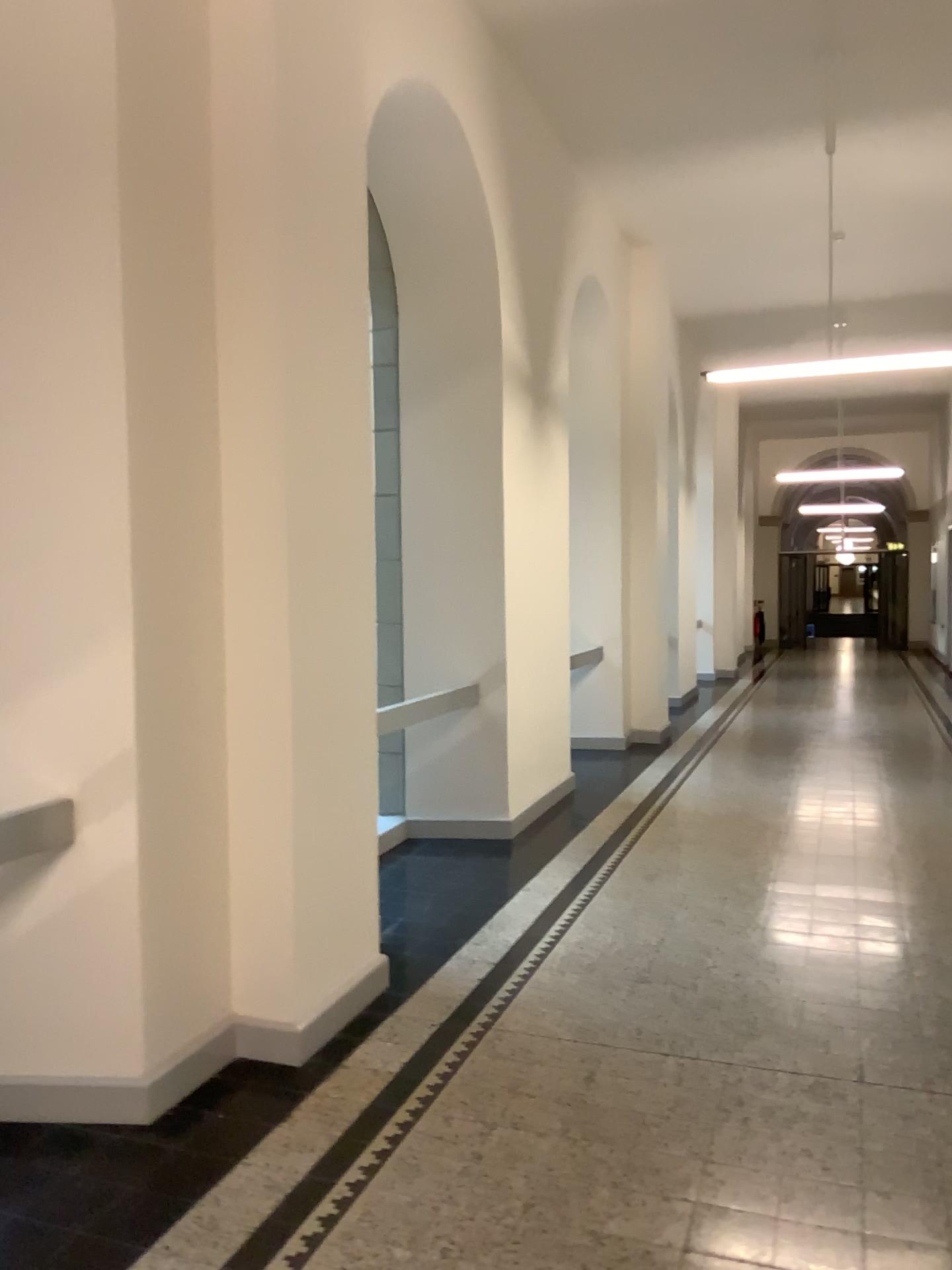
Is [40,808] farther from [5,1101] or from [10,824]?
[5,1101]

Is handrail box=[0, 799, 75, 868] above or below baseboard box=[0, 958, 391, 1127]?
above

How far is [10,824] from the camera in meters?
3.1 m

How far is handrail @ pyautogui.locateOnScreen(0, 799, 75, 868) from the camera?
3.06m

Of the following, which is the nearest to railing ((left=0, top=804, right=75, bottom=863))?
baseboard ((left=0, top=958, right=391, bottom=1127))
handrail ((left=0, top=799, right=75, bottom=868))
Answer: handrail ((left=0, top=799, right=75, bottom=868))

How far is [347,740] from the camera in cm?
377

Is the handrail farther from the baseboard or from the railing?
the baseboard

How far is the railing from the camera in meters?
3.1 m

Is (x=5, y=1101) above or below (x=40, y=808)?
below
